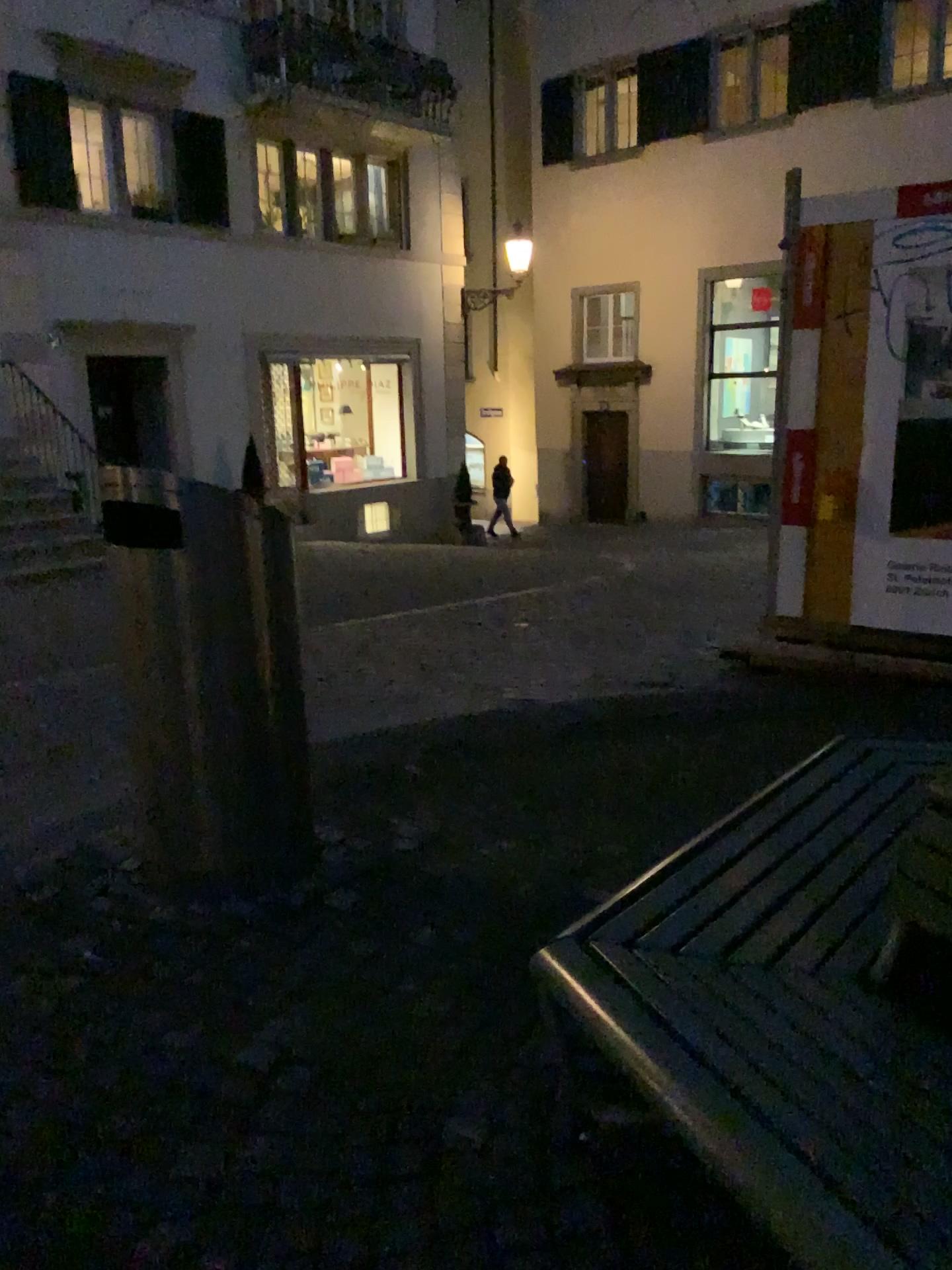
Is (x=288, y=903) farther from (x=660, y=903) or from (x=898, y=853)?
(x=898, y=853)

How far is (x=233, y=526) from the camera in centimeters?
269cm

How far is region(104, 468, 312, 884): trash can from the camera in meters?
2.7
